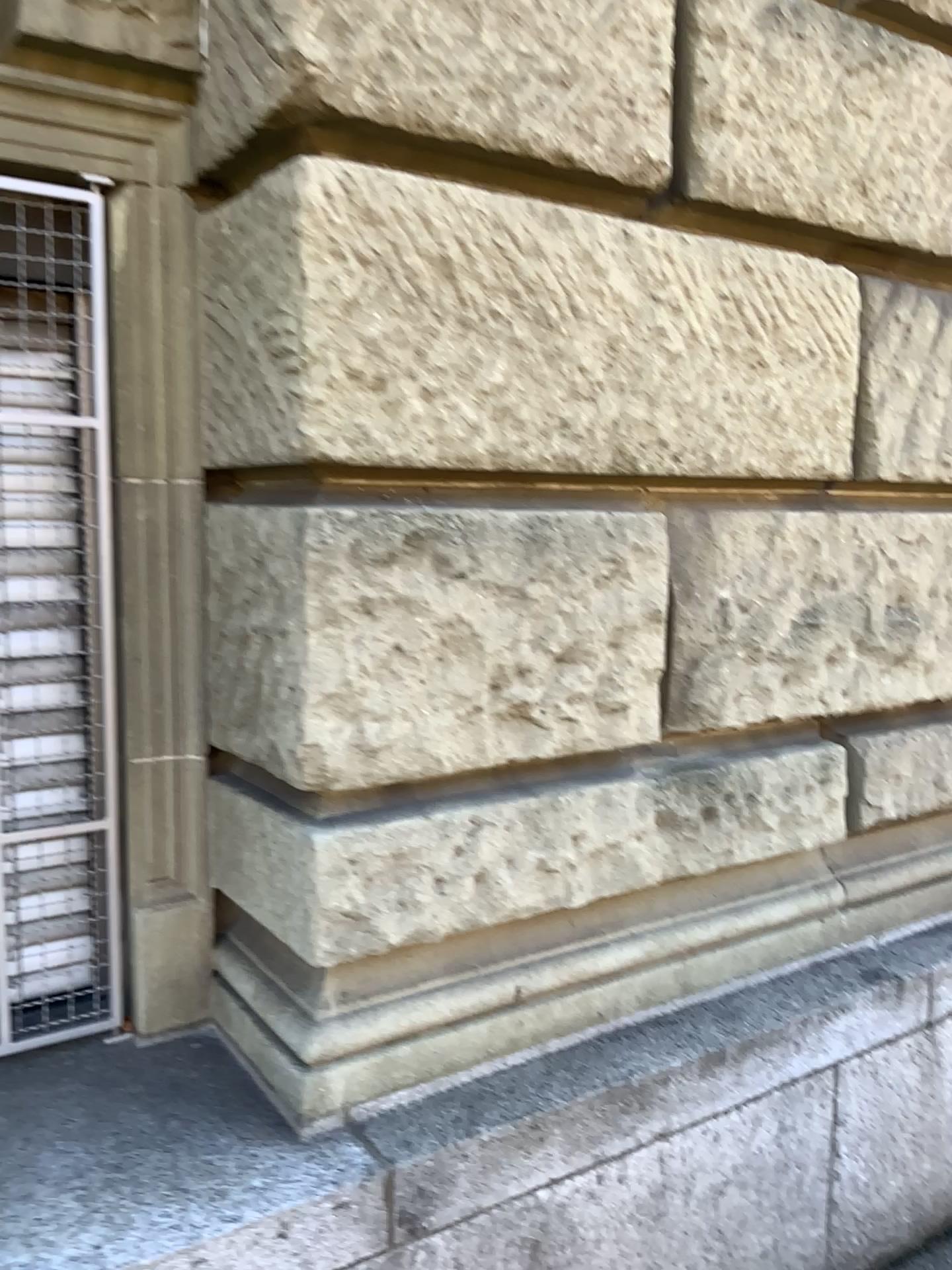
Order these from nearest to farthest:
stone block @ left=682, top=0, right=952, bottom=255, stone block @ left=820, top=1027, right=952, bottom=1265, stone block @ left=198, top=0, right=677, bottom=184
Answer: stone block @ left=198, top=0, right=677, bottom=184
stone block @ left=682, top=0, right=952, bottom=255
stone block @ left=820, top=1027, right=952, bottom=1265

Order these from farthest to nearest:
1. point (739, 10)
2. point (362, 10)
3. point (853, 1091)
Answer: point (853, 1091) < point (739, 10) < point (362, 10)

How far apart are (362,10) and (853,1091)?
2.3m

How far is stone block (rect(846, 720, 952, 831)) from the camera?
2.4 meters

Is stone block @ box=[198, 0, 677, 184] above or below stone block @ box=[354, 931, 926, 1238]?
above

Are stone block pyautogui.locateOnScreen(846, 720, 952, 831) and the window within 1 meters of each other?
no

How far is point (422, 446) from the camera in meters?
1.7 m

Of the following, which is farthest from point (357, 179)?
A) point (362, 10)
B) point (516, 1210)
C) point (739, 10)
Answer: point (516, 1210)

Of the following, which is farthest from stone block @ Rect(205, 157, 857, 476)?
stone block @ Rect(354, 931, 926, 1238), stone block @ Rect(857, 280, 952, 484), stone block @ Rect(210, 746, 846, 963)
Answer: stone block @ Rect(354, 931, 926, 1238)

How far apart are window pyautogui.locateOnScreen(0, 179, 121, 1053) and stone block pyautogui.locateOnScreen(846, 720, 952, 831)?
1.58m
